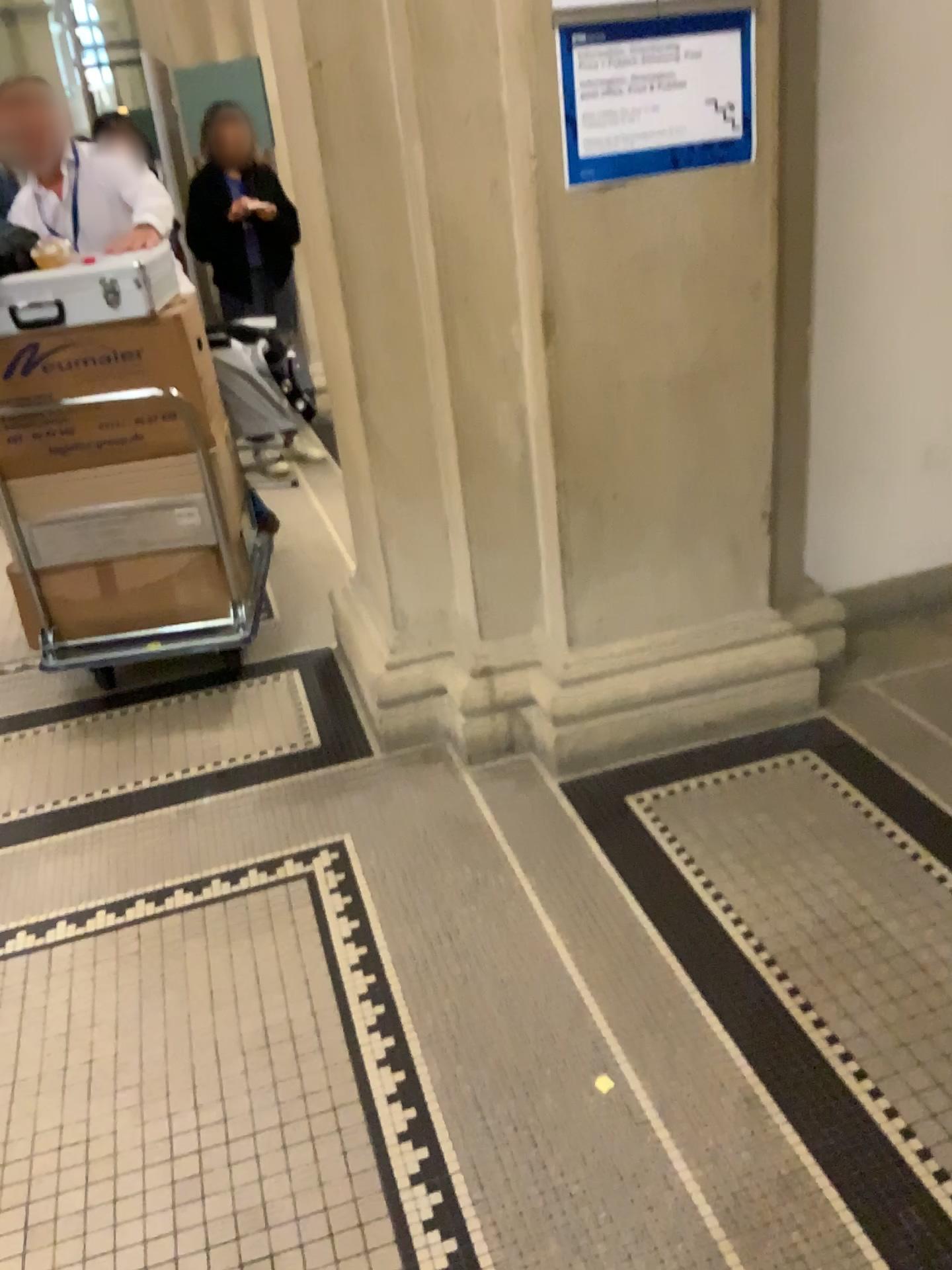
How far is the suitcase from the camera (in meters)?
2.65

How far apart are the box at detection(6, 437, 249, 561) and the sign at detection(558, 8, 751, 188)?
1.23m

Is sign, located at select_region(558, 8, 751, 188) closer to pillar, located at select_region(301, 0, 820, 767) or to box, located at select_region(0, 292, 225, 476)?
pillar, located at select_region(301, 0, 820, 767)

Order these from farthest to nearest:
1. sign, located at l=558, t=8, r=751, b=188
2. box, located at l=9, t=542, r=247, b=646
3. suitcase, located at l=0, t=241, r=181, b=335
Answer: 1. box, located at l=9, t=542, r=247, b=646
2. suitcase, located at l=0, t=241, r=181, b=335
3. sign, located at l=558, t=8, r=751, b=188

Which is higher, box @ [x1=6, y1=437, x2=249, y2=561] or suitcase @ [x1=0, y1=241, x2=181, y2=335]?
suitcase @ [x1=0, y1=241, x2=181, y2=335]

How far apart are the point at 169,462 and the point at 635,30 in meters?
1.6

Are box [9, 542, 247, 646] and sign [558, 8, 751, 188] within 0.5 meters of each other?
no

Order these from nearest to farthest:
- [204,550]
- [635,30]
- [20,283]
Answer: [635,30], [20,283], [204,550]

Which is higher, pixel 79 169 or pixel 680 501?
pixel 79 169

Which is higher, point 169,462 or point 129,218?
point 129,218
